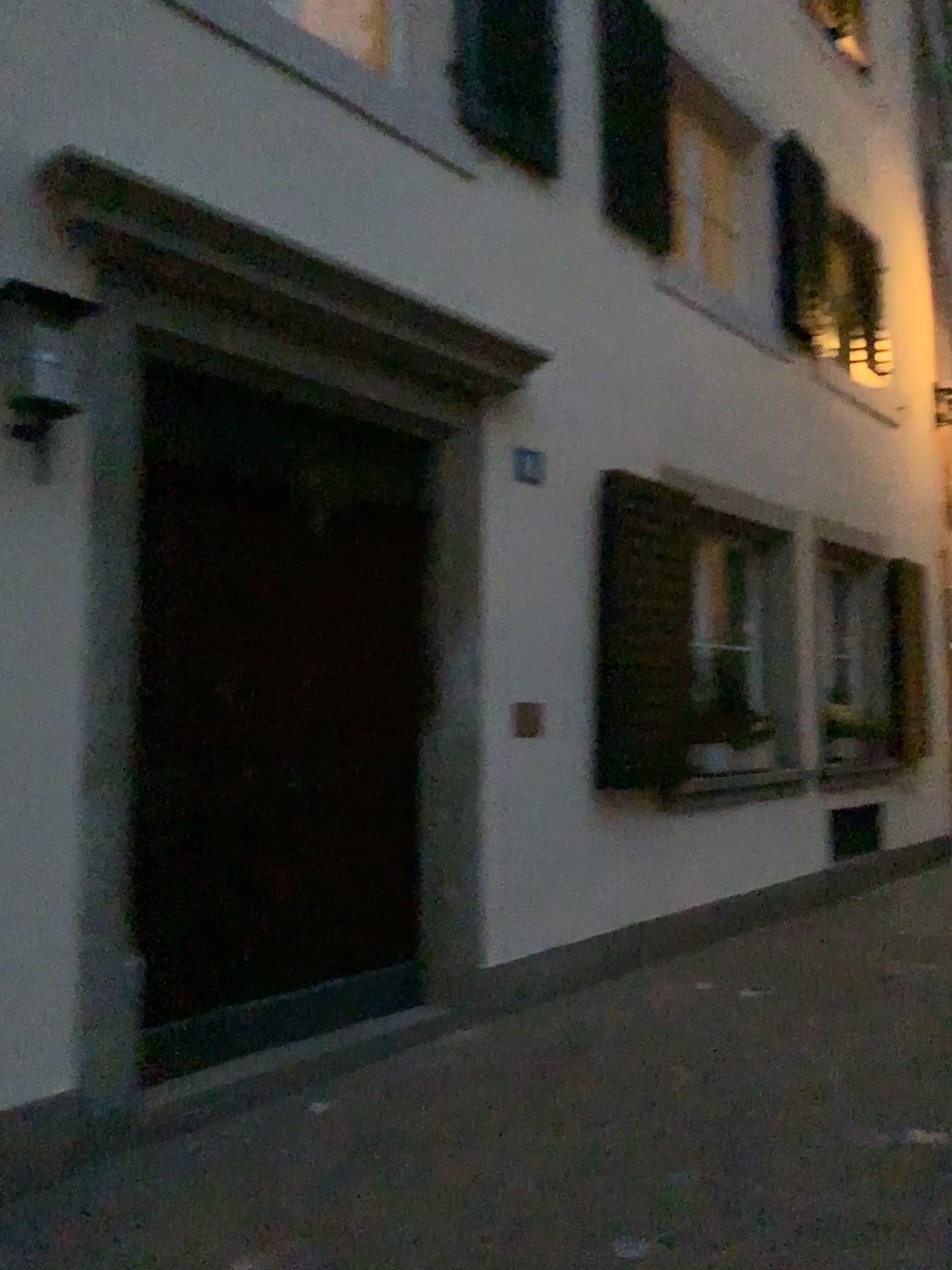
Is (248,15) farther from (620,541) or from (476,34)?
(620,541)

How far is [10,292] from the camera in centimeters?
292cm

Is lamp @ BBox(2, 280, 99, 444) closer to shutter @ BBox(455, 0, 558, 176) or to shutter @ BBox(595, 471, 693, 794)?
shutter @ BBox(455, 0, 558, 176)

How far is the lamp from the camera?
2.92m

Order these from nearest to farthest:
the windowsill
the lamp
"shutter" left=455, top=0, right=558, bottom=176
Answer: the lamp < the windowsill < "shutter" left=455, top=0, right=558, bottom=176

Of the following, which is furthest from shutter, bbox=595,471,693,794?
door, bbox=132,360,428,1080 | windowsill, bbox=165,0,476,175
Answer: windowsill, bbox=165,0,476,175

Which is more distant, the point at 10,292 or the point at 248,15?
the point at 248,15

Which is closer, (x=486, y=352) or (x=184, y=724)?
(x=184, y=724)

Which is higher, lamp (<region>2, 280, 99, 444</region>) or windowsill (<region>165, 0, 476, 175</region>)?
windowsill (<region>165, 0, 476, 175</region>)

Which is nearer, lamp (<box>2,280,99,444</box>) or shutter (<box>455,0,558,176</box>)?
lamp (<box>2,280,99,444</box>)
